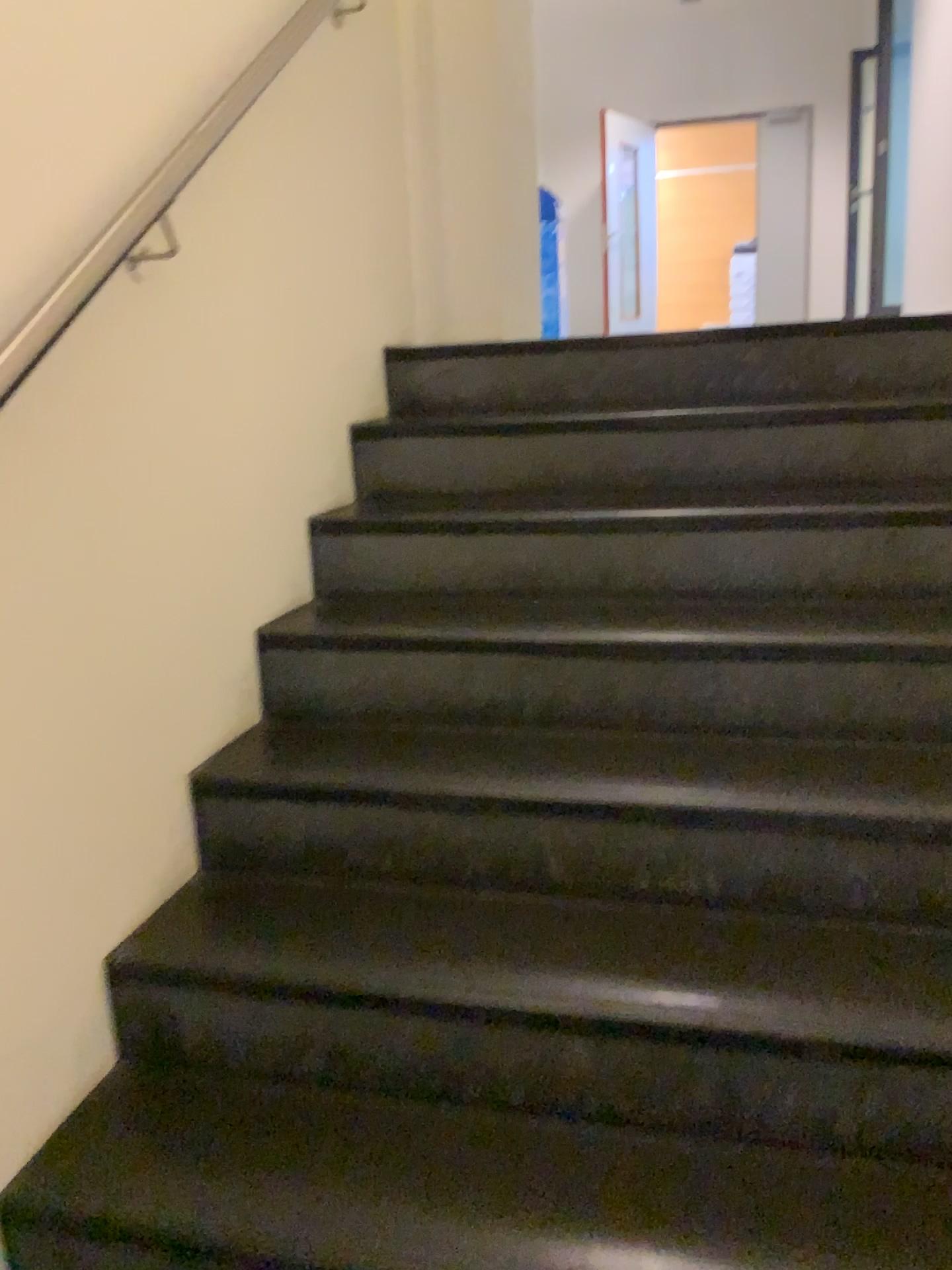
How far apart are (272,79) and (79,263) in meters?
0.8 m
